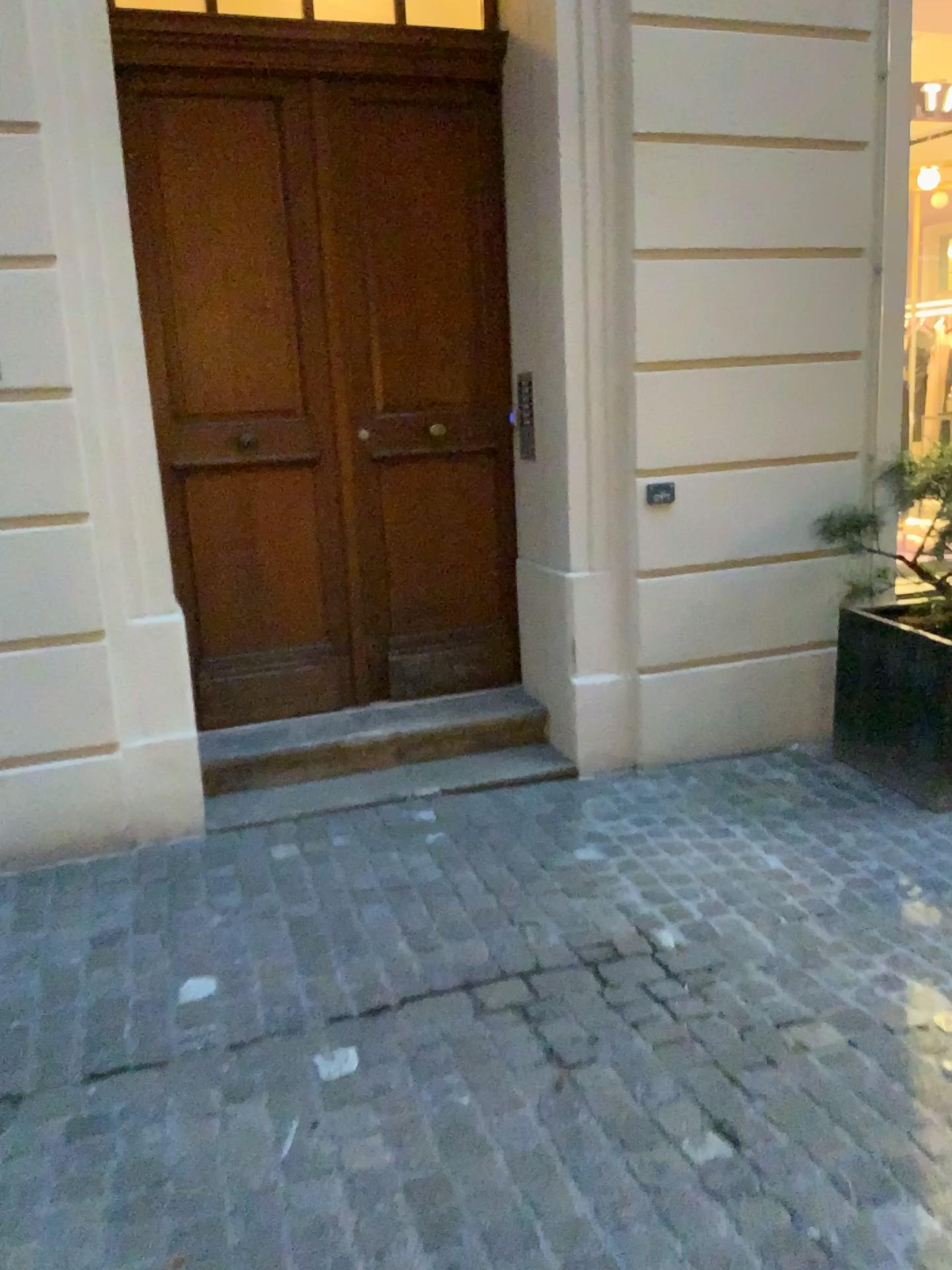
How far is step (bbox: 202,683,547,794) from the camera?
3.94m

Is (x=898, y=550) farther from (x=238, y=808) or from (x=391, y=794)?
(x=238, y=808)

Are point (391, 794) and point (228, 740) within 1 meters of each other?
yes

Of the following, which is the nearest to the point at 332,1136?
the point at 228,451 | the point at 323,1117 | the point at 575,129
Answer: the point at 323,1117

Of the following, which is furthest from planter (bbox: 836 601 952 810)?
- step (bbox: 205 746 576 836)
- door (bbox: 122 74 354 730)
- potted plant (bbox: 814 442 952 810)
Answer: door (bbox: 122 74 354 730)

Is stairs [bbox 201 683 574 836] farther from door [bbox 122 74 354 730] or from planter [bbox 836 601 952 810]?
planter [bbox 836 601 952 810]

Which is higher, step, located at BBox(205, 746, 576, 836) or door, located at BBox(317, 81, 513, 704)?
door, located at BBox(317, 81, 513, 704)

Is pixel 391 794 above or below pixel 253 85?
below

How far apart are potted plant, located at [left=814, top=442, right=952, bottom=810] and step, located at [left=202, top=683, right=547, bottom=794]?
1.2m

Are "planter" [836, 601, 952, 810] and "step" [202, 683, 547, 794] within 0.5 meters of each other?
no
